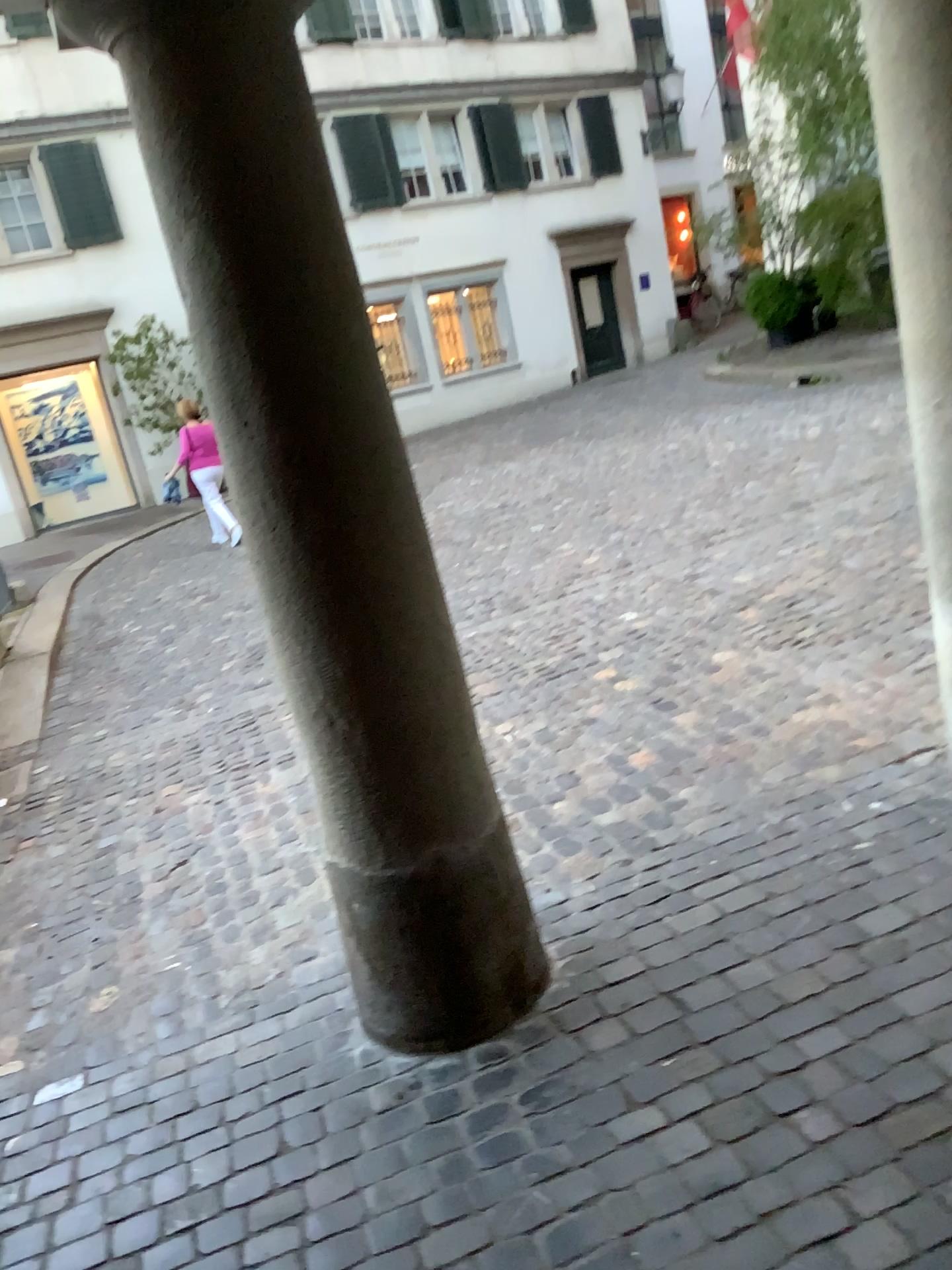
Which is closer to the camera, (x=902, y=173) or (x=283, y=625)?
(x=283, y=625)
